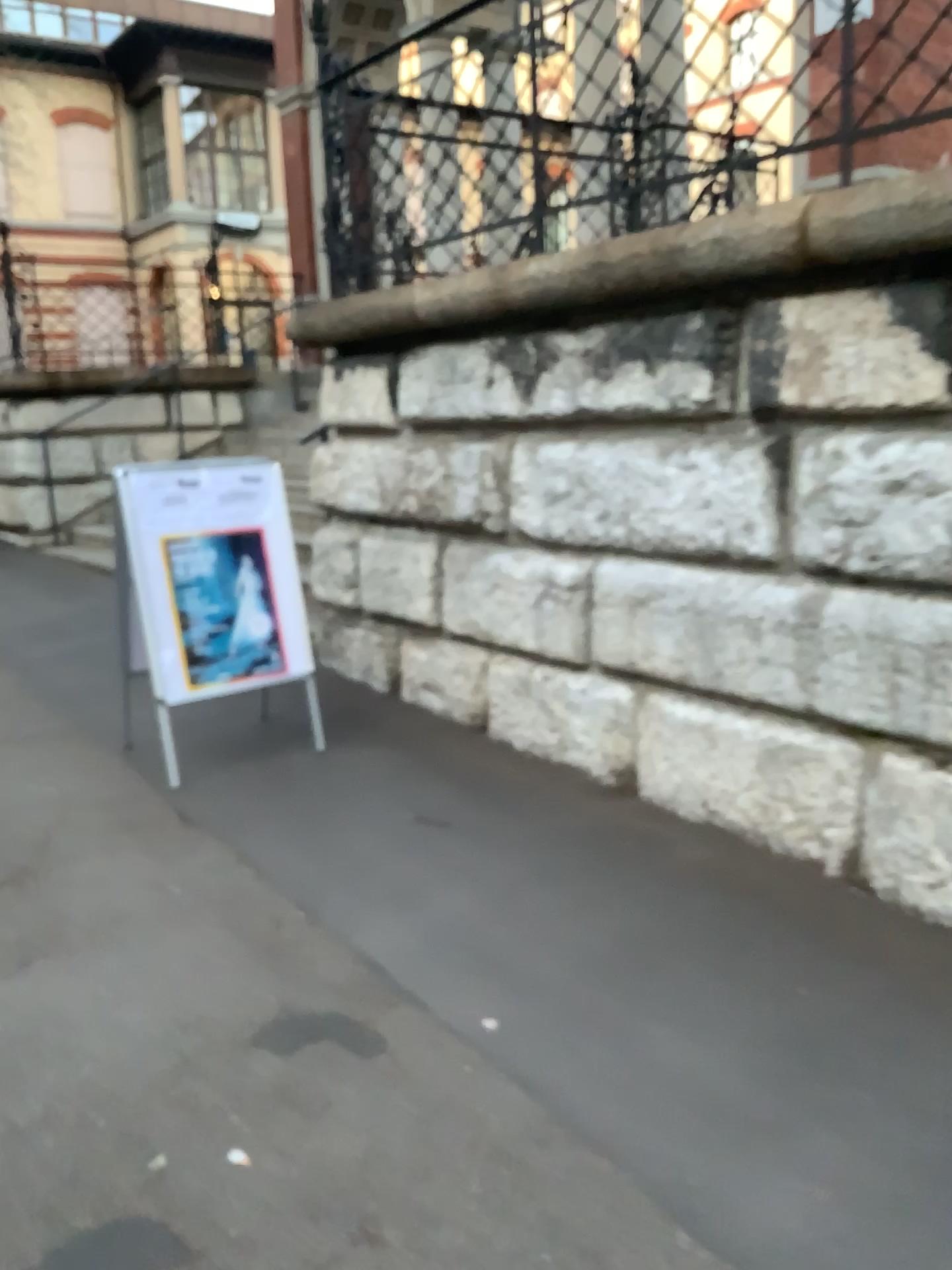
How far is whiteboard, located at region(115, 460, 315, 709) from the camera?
4.0m

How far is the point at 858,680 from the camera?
3.01m

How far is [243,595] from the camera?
4.16m

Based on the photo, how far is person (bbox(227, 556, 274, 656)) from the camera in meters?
4.2

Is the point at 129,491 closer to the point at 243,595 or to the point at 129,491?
the point at 129,491

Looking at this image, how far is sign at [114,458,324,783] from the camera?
4.0 meters

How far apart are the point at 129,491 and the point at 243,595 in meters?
0.6
